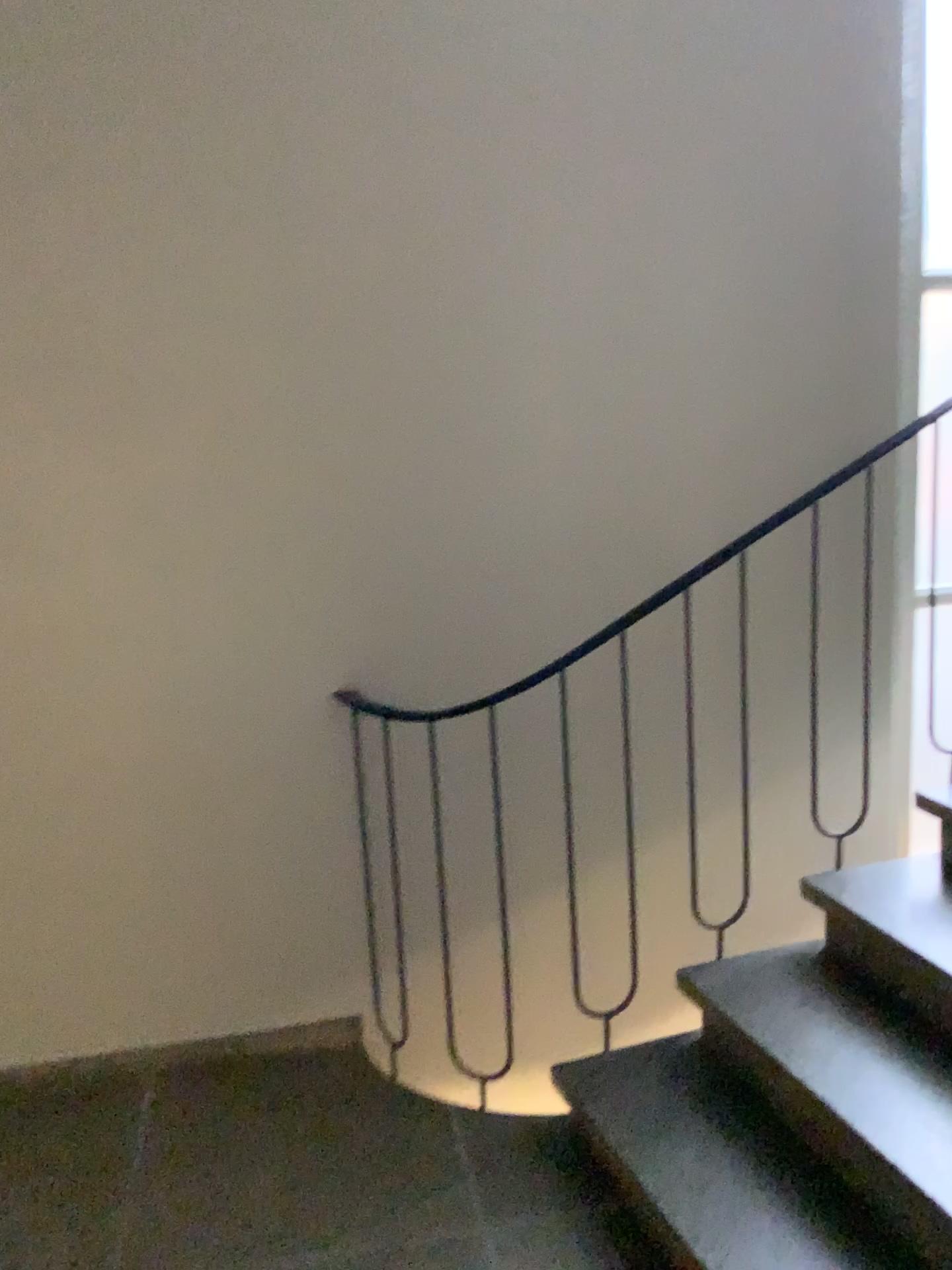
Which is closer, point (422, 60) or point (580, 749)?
Answer: point (422, 60)
